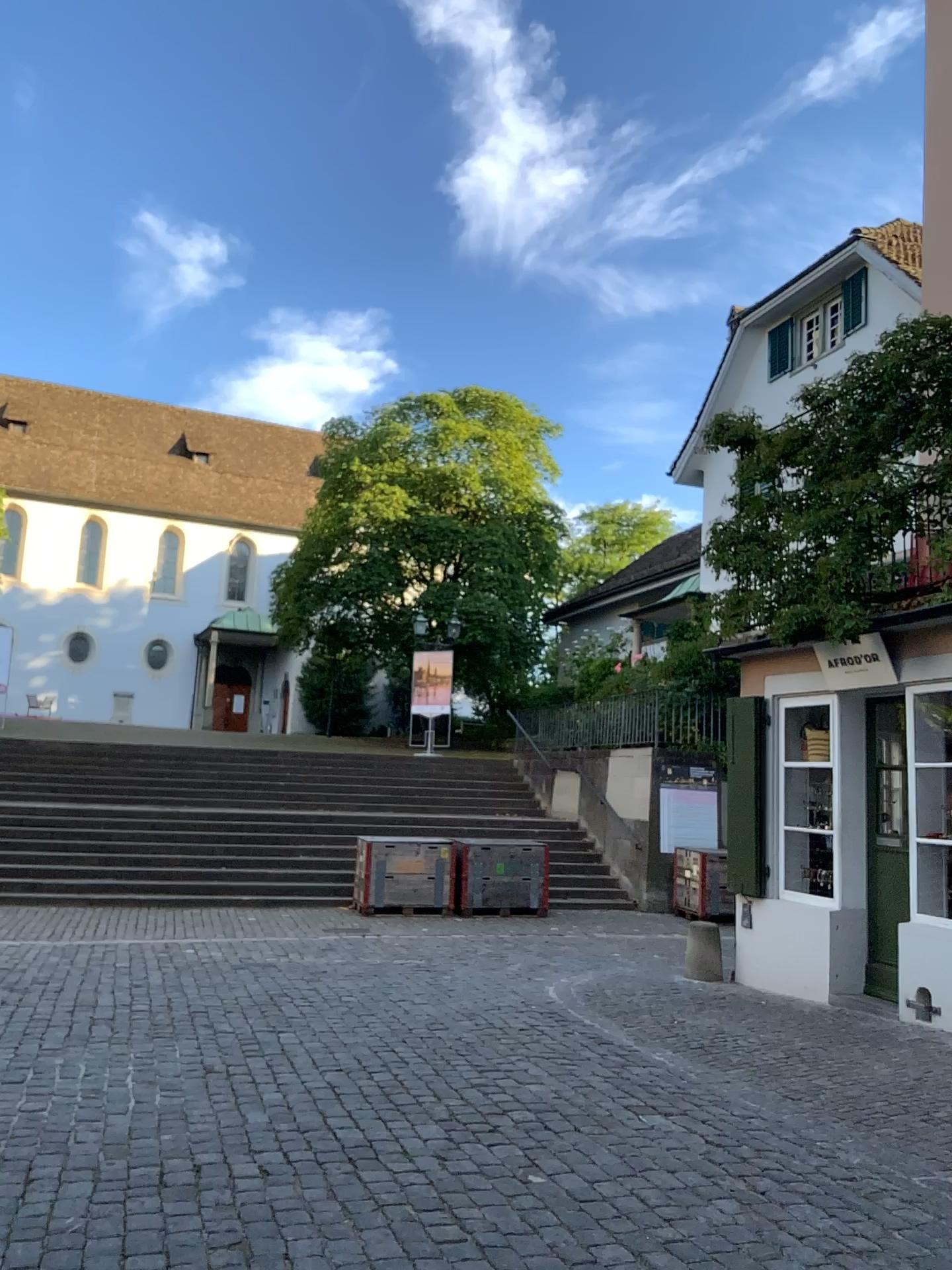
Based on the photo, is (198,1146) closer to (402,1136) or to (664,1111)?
(402,1136)
